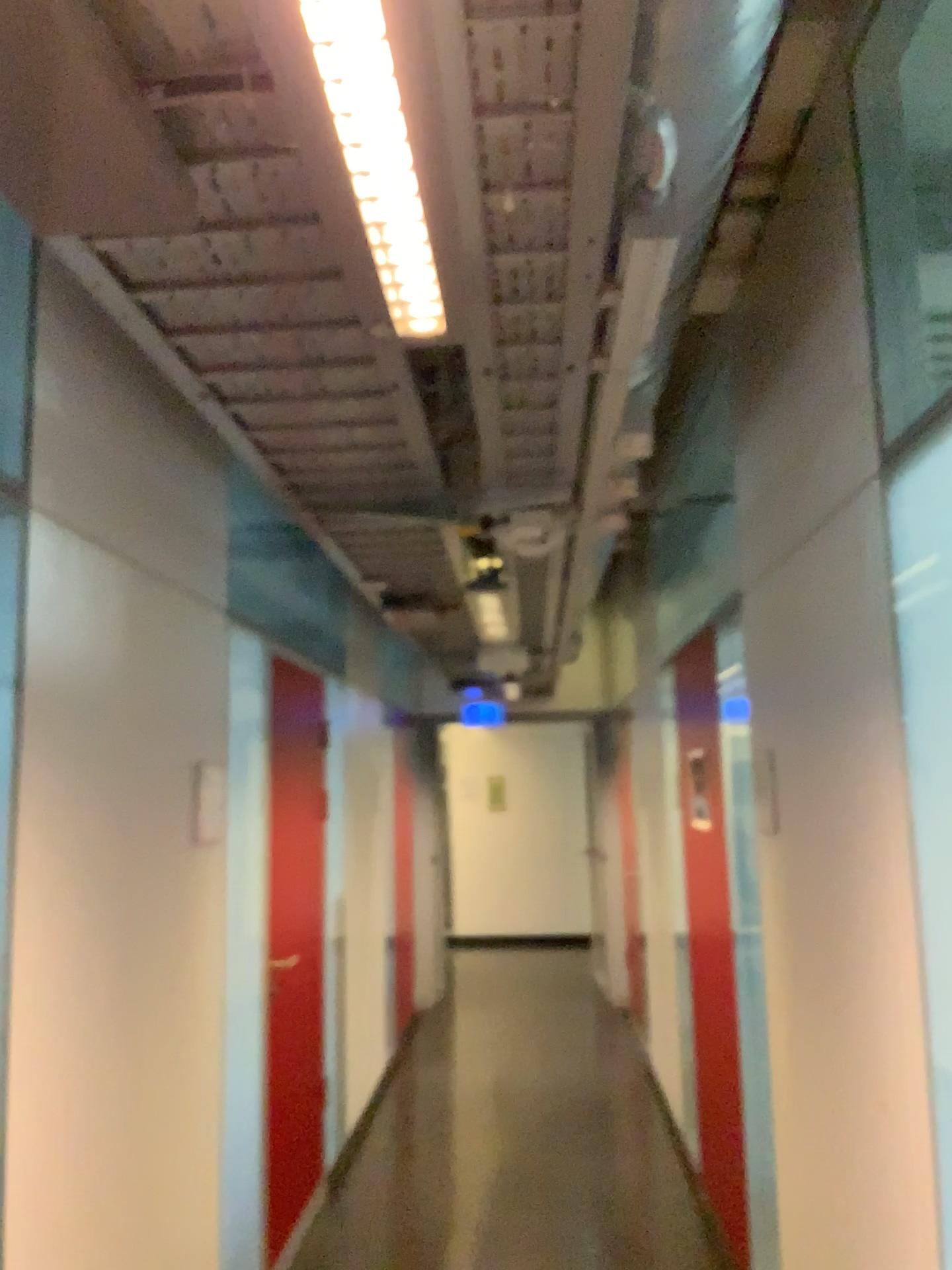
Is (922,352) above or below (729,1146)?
above

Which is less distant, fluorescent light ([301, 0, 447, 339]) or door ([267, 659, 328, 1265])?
fluorescent light ([301, 0, 447, 339])

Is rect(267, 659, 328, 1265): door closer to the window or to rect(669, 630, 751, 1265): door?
rect(669, 630, 751, 1265): door

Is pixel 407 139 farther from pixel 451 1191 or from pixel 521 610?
pixel 451 1191

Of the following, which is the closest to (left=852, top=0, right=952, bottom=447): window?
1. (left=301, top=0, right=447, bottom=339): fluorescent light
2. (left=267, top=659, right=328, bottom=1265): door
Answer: (left=301, top=0, right=447, bottom=339): fluorescent light

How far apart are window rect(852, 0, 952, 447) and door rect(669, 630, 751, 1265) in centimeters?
200cm

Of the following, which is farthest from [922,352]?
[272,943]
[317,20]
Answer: [272,943]

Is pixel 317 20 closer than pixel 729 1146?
Yes

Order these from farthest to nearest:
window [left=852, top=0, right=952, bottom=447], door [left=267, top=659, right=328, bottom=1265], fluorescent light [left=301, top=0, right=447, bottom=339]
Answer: door [left=267, top=659, right=328, bottom=1265], window [left=852, top=0, right=952, bottom=447], fluorescent light [left=301, top=0, right=447, bottom=339]

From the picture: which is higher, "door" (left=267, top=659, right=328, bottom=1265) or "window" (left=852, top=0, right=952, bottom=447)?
"window" (left=852, top=0, right=952, bottom=447)
